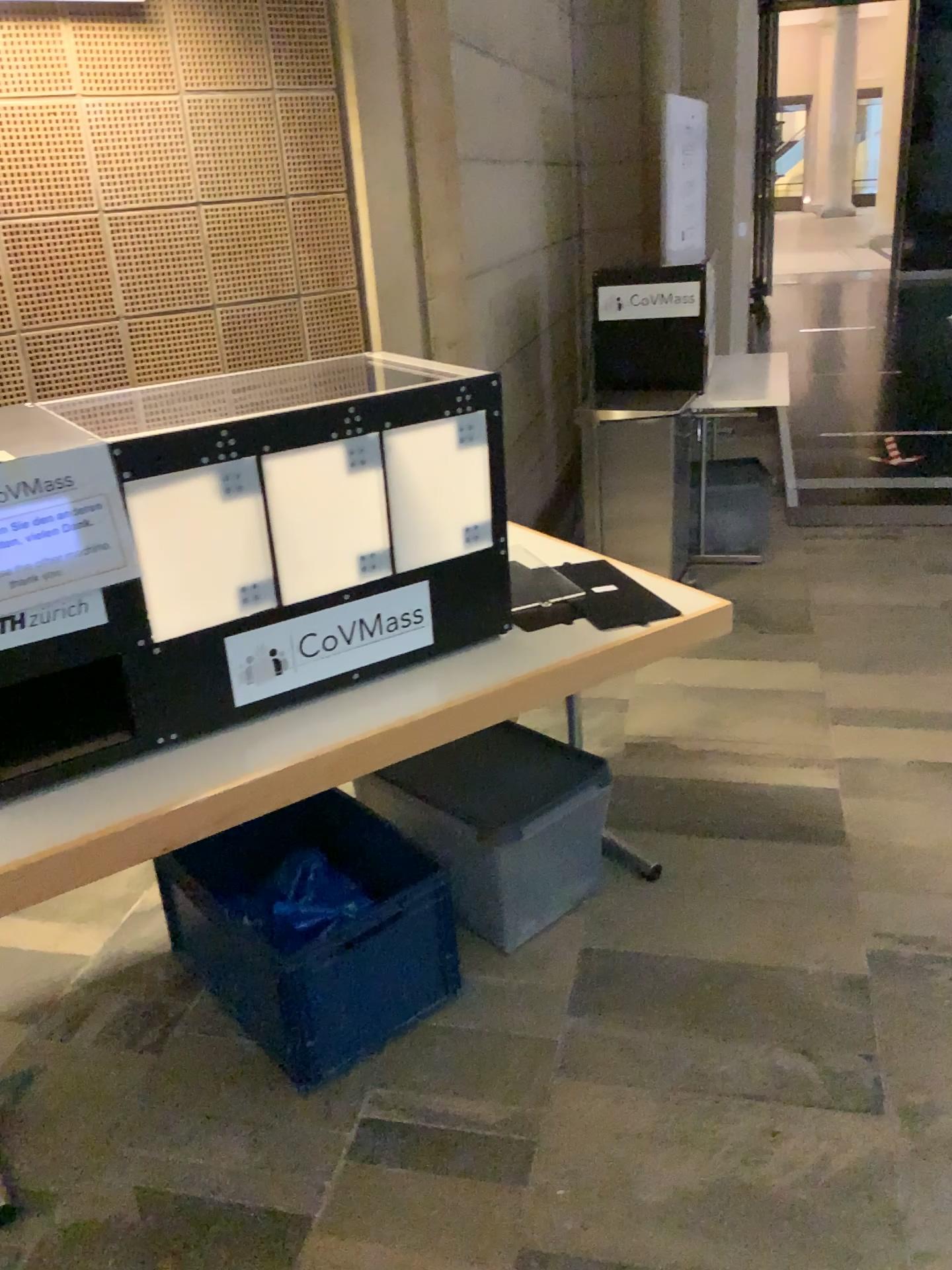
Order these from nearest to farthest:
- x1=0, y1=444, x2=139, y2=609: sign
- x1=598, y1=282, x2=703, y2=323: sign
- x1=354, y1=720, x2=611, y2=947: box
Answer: x1=0, y1=444, x2=139, y2=609: sign
x1=354, y1=720, x2=611, y2=947: box
x1=598, y1=282, x2=703, y2=323: sign

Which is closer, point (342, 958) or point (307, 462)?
point (307, 462)

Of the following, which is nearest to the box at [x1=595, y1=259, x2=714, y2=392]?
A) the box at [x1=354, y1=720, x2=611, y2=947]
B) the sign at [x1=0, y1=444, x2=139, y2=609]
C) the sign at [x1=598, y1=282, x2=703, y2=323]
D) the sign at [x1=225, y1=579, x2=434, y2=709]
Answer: the sign at [x1=598, y1=282, x2=703, y2=323]

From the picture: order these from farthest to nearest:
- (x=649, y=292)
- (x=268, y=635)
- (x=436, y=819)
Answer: (x=649, y=292), (x=436, y=819), (x=268, y=635)

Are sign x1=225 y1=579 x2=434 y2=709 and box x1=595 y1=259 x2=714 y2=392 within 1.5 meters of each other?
no

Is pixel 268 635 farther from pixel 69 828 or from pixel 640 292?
pixel 640 292

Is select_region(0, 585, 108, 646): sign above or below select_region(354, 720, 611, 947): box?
above

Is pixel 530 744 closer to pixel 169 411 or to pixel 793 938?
pixel 793 938

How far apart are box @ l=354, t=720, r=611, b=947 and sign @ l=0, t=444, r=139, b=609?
0.92m

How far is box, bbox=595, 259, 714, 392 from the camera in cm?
430
